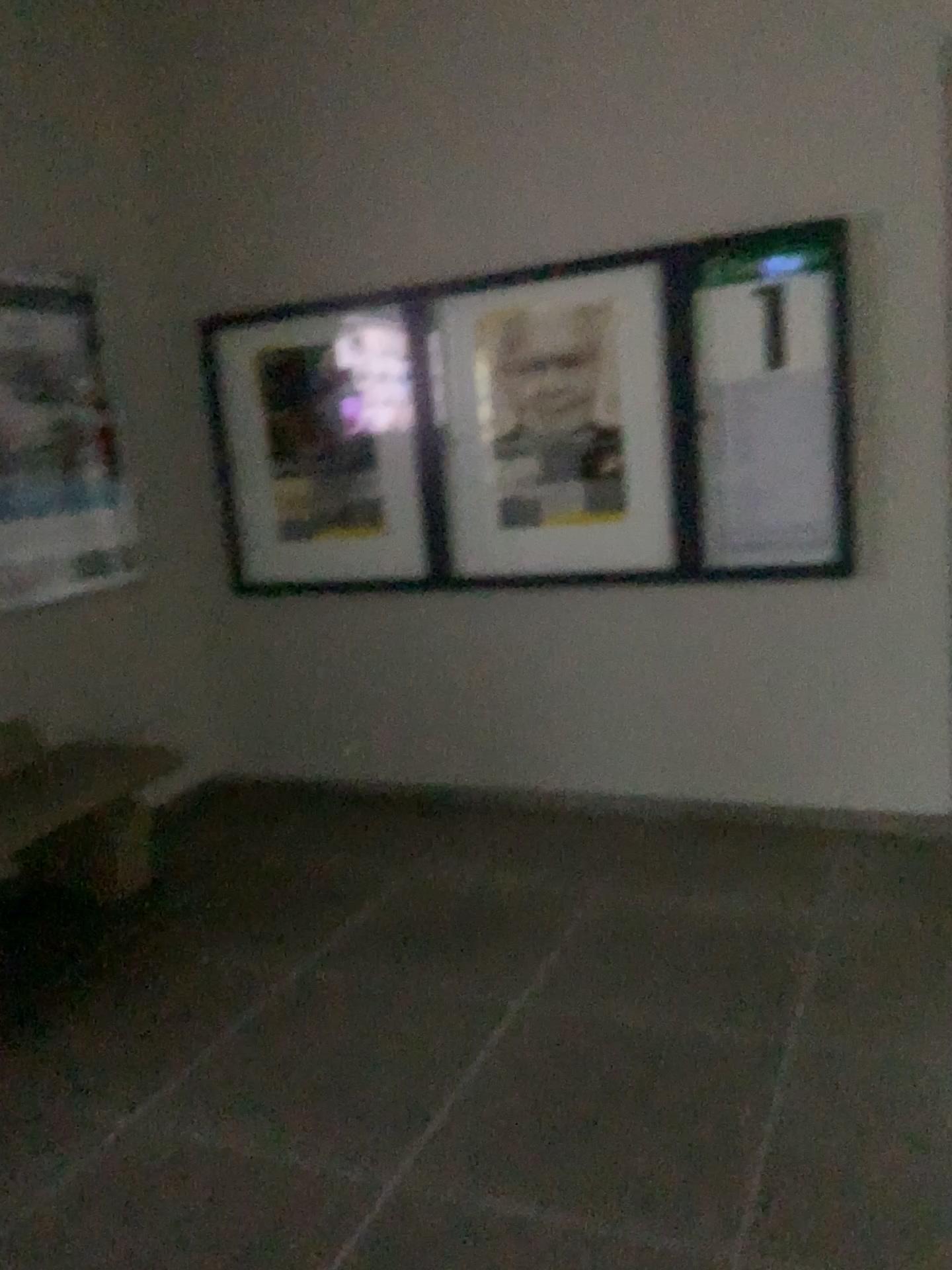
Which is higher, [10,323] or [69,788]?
[10,323]

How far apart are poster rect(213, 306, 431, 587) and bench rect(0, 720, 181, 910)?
1.0m

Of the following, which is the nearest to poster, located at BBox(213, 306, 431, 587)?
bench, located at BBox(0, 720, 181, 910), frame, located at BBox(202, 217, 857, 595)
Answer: frame, located at BBox(202, 217, 857, 595)

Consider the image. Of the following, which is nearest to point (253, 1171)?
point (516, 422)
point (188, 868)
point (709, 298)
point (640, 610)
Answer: point (188, 868)

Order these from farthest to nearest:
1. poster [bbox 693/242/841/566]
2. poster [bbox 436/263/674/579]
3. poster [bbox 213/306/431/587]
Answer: poster [bbox 213/306/431/587], poster [bbox 436/263/674/579], poster [bbox 693/242/841/566]

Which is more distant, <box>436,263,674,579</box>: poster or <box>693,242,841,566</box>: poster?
<box>436,263,674,579</box>: poster

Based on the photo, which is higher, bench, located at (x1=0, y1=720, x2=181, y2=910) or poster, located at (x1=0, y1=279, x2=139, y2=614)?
poster, located at (x1=0, y1=279, x2=139, y2=614)

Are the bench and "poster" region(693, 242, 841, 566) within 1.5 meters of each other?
no

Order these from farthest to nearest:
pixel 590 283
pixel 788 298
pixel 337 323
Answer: pixel 337 323, pixel 590 283, pixel 788 298

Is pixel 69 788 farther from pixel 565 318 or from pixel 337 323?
pixel 565 318
